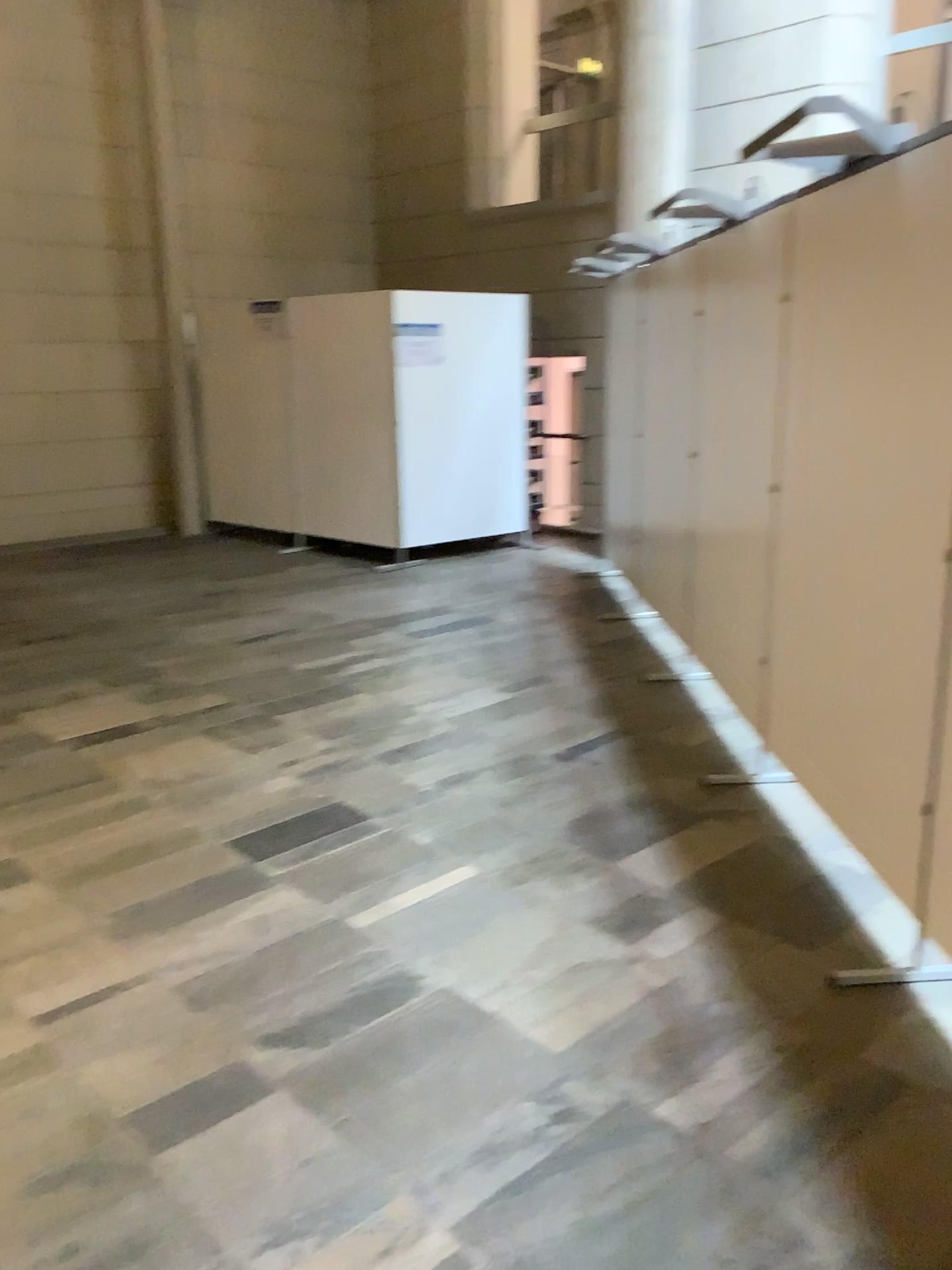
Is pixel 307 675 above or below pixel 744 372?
below

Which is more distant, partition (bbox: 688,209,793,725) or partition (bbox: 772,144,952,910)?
partition (bbox: 688,209,793,725)

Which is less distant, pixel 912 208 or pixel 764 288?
pixel 912 208
